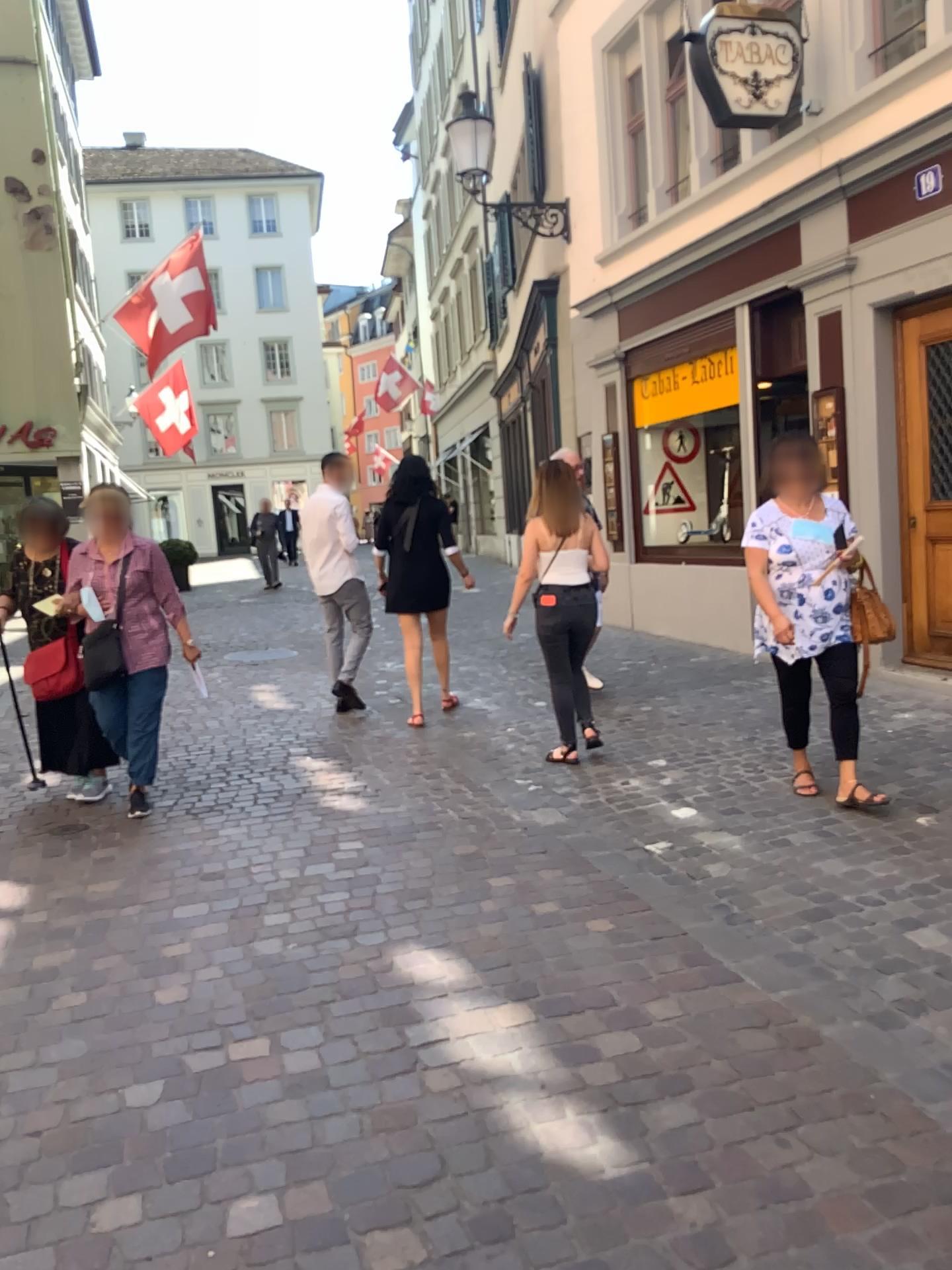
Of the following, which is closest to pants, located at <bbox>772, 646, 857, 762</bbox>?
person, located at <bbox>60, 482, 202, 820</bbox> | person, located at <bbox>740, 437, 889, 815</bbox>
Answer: person, located at <bbox>740, 437, 889, 815</bbox>

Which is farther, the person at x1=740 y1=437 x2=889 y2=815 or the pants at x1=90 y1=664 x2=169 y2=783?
the pants at x1=90 y1=664 x2=169 y2=783

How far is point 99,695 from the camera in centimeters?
482cm

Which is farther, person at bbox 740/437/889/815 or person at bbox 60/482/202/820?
person at bbox 60/482/202/820

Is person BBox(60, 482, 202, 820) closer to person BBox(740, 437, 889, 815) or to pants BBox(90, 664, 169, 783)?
pants BBox(90, 664, 169, 783)

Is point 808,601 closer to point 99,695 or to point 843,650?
point 843,650

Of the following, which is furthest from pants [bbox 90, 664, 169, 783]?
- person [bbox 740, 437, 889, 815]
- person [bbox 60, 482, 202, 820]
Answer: Result: person [bbox 740, 437, 889, 815]

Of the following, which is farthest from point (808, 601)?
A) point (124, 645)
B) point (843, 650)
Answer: point (124, 645)

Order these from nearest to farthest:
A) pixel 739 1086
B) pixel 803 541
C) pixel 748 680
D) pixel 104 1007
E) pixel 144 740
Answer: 1. pixel 739 1086
2. pixel 104 1007
3. pixel 803 541
4. pixel 144 740
5. pixel 748 680

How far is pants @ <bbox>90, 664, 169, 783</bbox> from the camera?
4.8 meters
